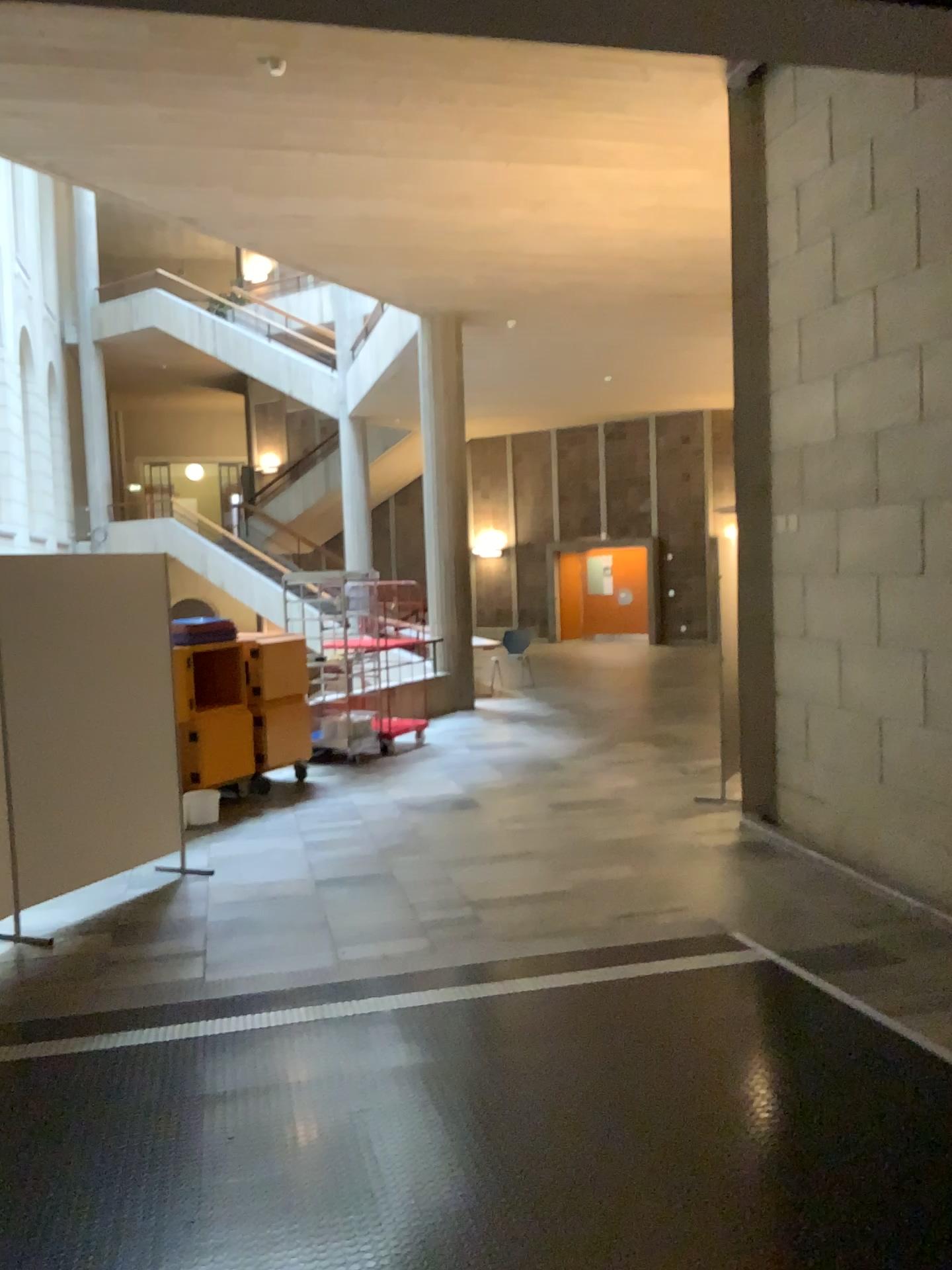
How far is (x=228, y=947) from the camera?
4.9 meters
